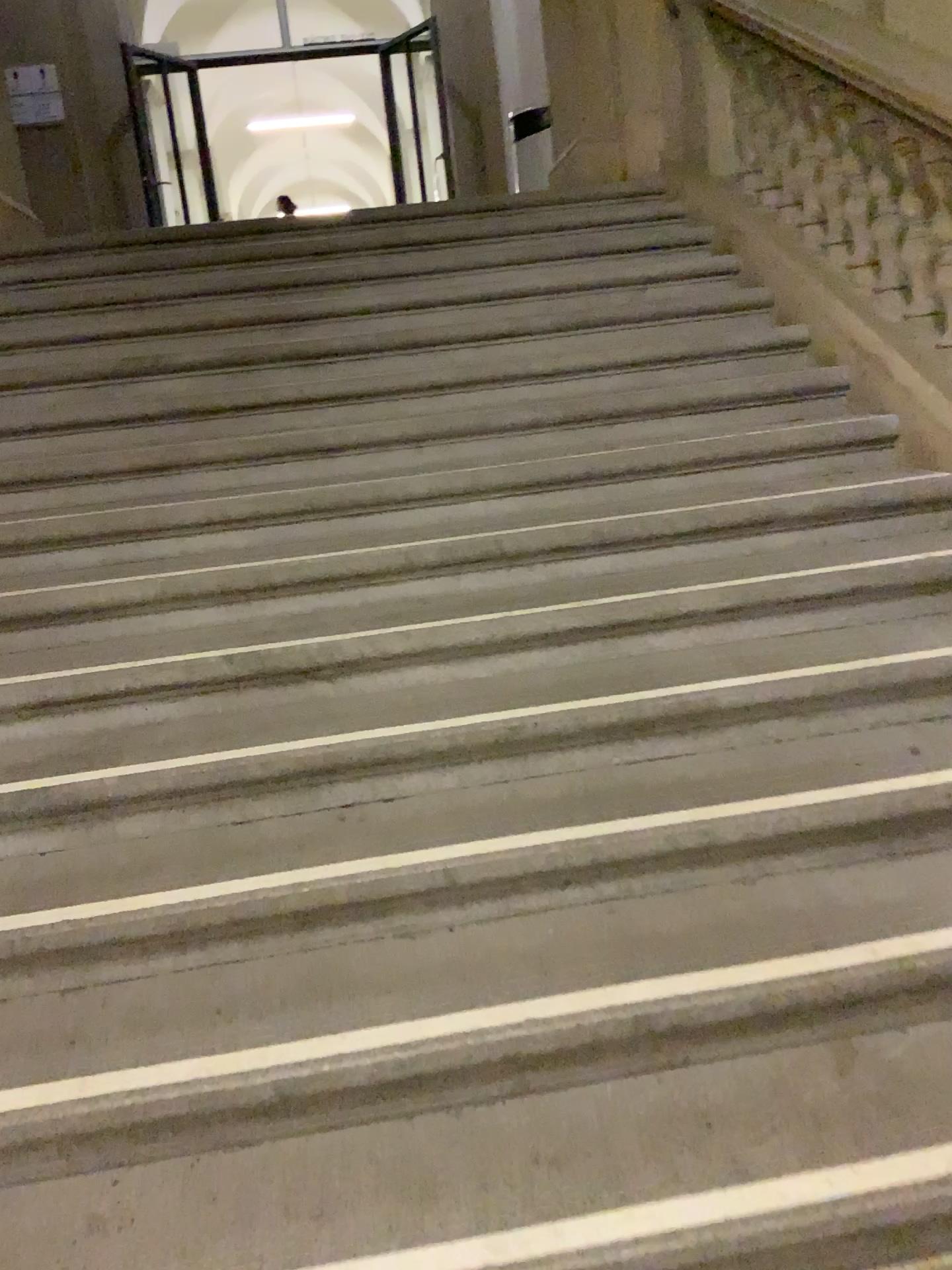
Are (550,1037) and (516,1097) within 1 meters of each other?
yes
